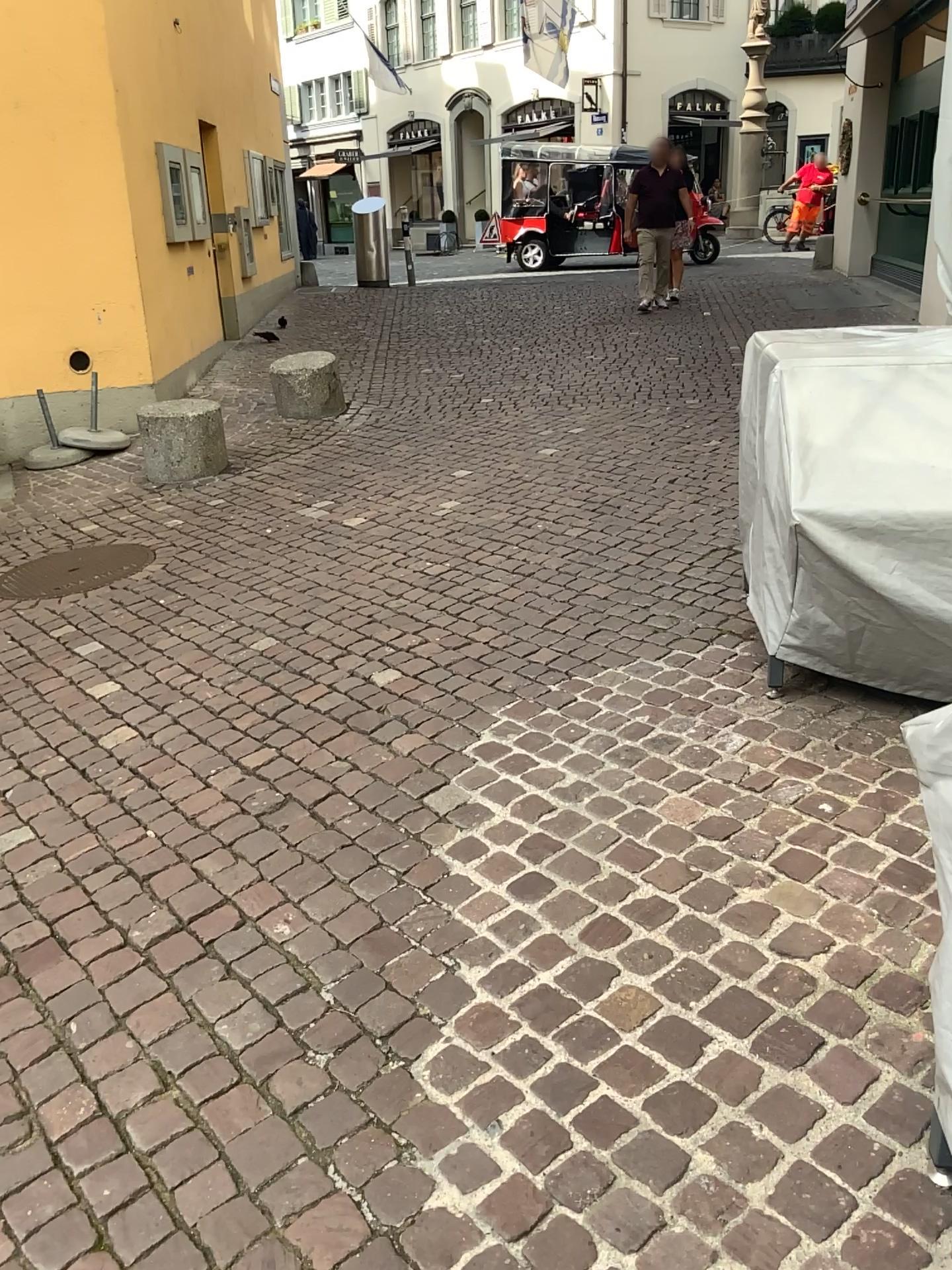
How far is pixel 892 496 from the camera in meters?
2.6 m

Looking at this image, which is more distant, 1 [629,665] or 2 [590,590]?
2 [590,590]

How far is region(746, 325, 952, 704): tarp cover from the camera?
2.6m
